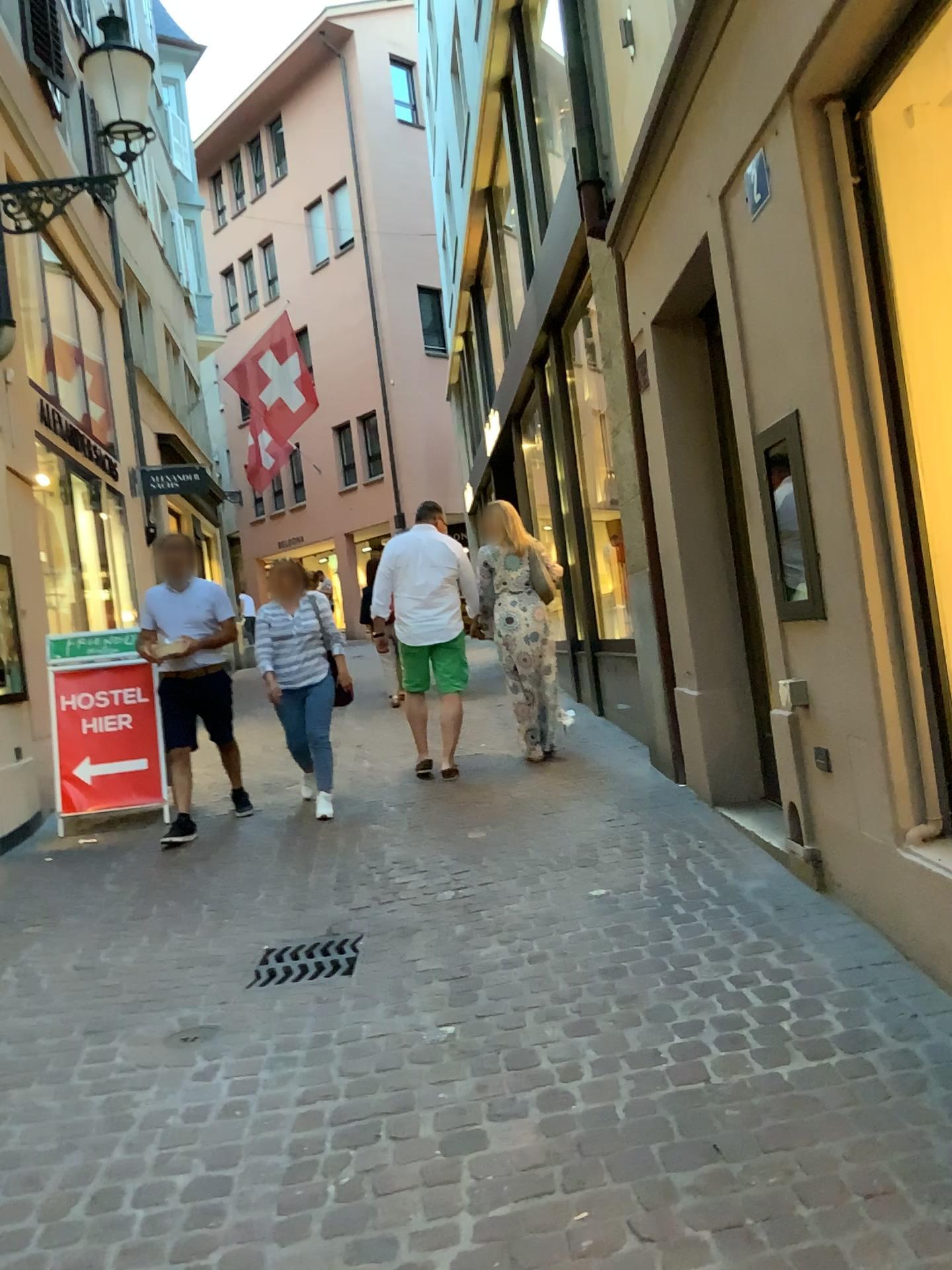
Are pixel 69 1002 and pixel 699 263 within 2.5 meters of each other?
no
